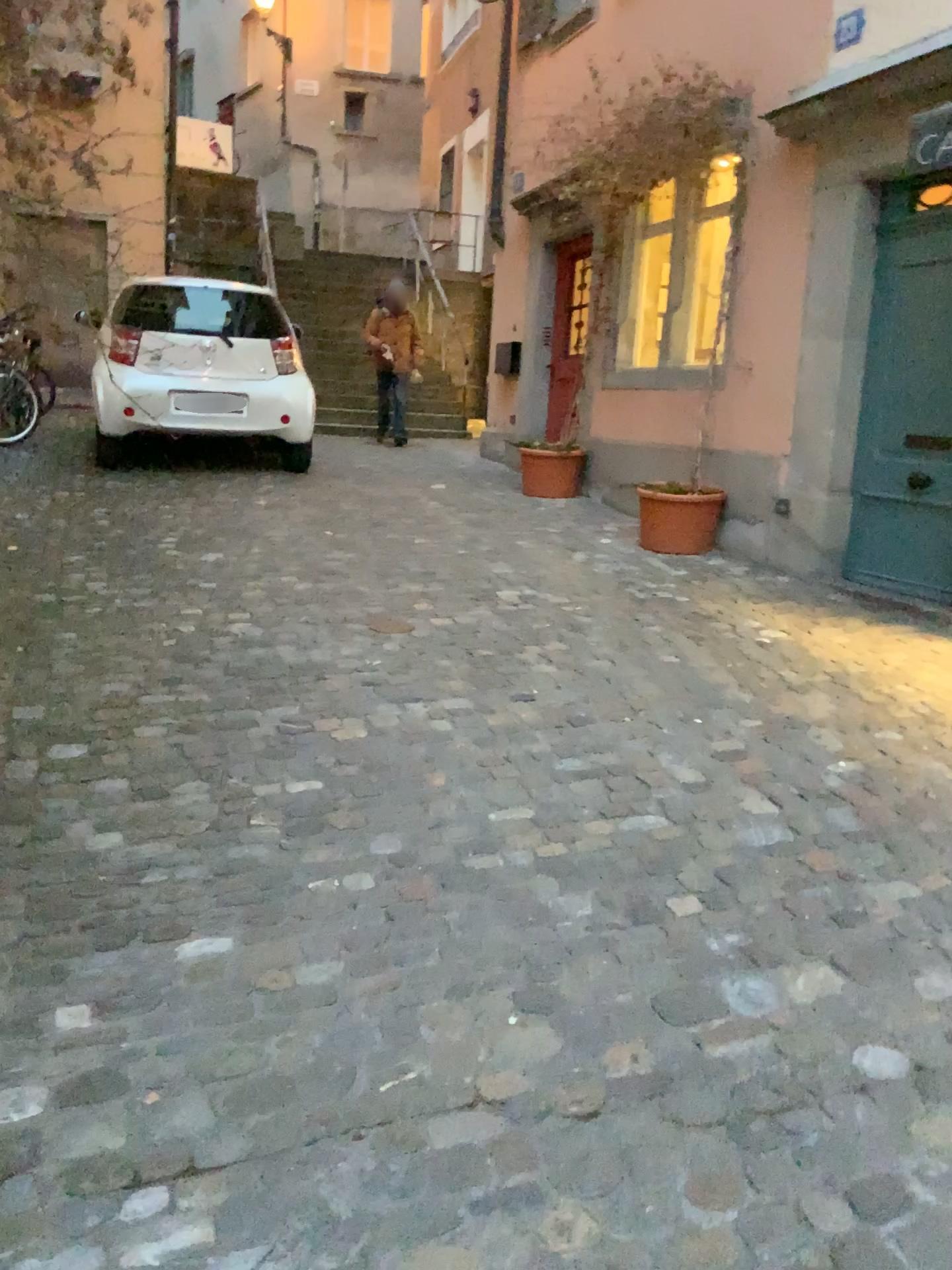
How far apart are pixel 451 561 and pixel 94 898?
3.41m
